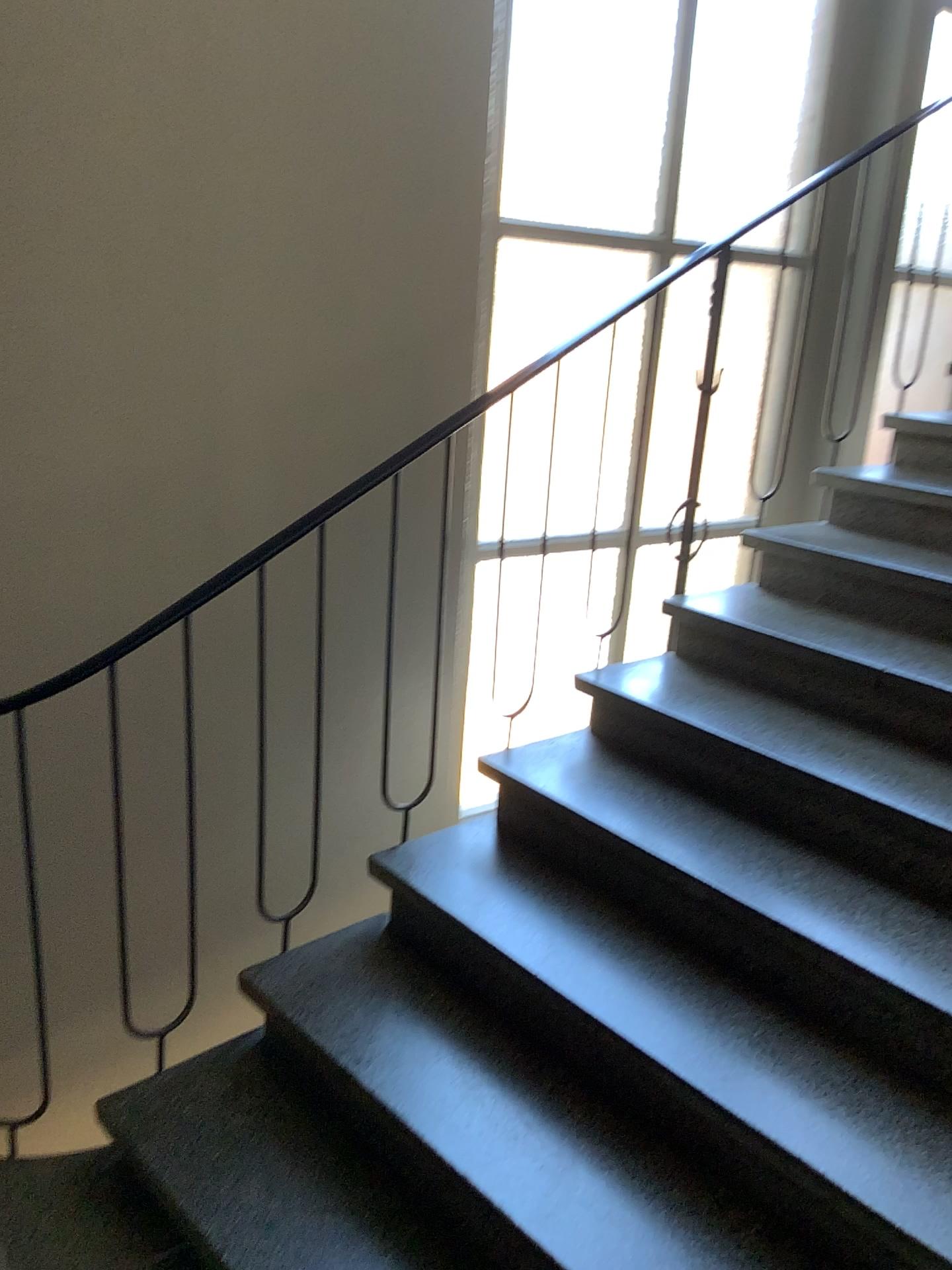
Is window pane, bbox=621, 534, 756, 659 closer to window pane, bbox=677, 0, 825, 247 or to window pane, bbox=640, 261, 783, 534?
window pane, bbox=640, 261, 783, 534

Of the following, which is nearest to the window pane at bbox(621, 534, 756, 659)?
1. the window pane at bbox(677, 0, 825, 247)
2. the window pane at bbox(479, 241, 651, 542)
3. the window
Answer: the window

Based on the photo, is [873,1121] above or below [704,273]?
below

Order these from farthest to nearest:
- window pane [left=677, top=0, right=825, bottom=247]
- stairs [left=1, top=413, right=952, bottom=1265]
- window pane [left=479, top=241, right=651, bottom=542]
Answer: window pane [left=677, top=0, right=825, bottom=247]
window pane [left=479, top=241, right=651, bottom=542]
stairs [left=1, top=413, right=952, bottom=1265]

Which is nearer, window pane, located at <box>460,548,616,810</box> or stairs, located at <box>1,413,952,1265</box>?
stairs, located at <box>1,413,952,1265</box>

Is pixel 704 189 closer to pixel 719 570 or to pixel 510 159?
pixel 510 159

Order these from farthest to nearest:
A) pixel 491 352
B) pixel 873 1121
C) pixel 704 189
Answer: pixel 704 189, pixel 491 352, pixel 873 1121

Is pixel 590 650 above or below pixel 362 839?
above

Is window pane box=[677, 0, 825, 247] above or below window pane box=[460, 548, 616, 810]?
above

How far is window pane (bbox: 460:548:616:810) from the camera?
2.95m
